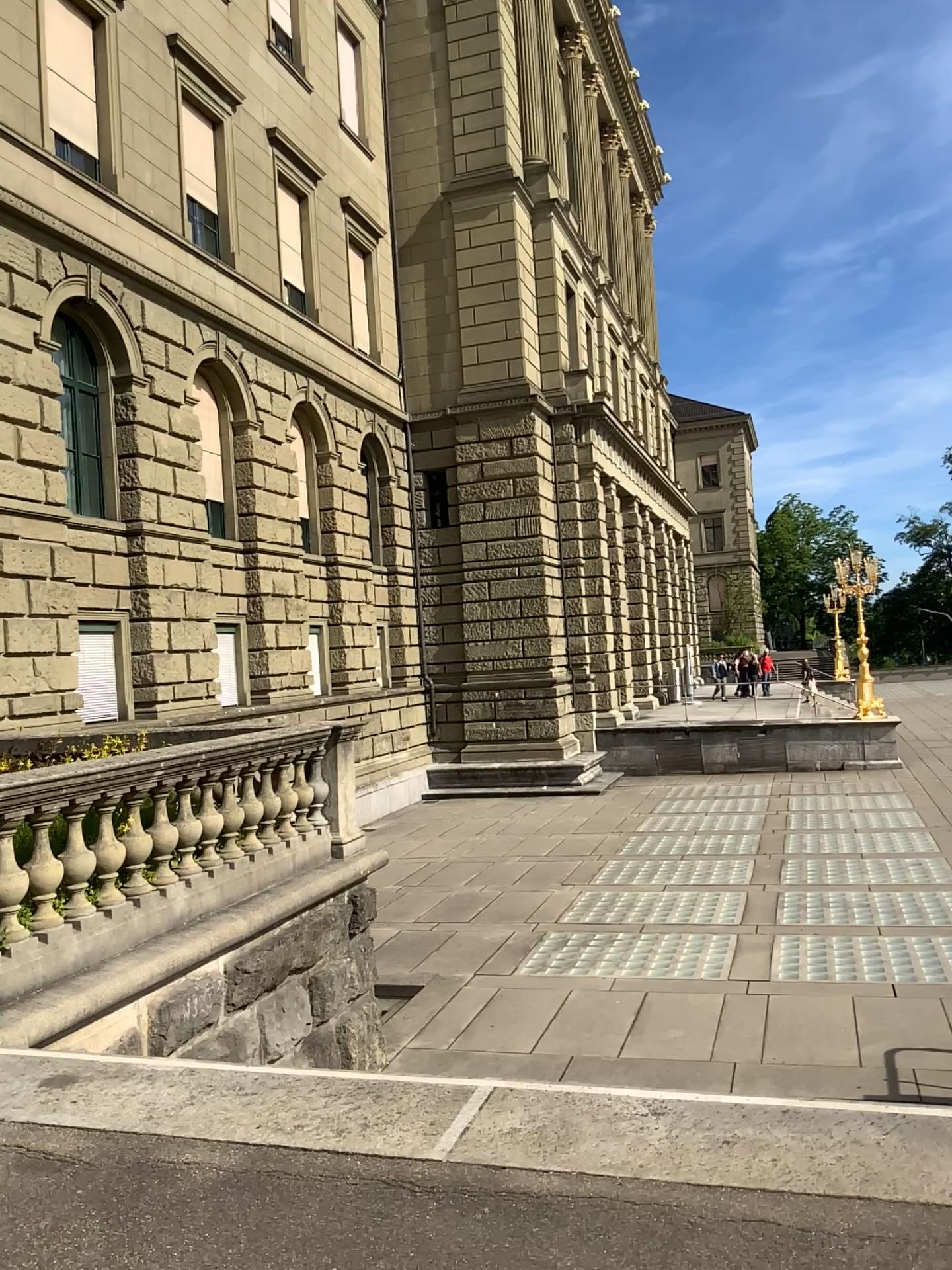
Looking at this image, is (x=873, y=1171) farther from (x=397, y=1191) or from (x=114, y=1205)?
(x=114, y=1205)
